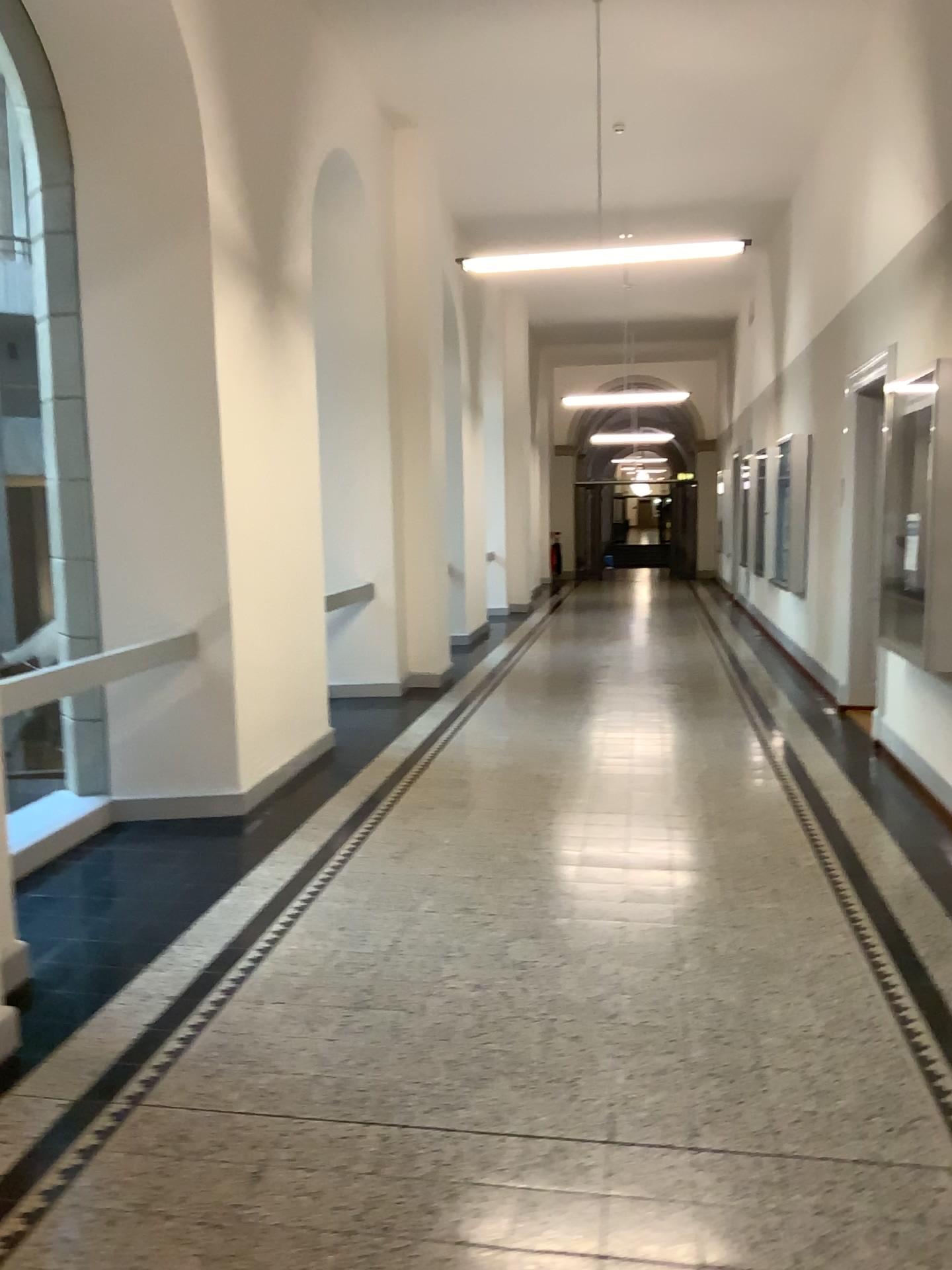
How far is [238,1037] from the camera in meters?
3.1 m
